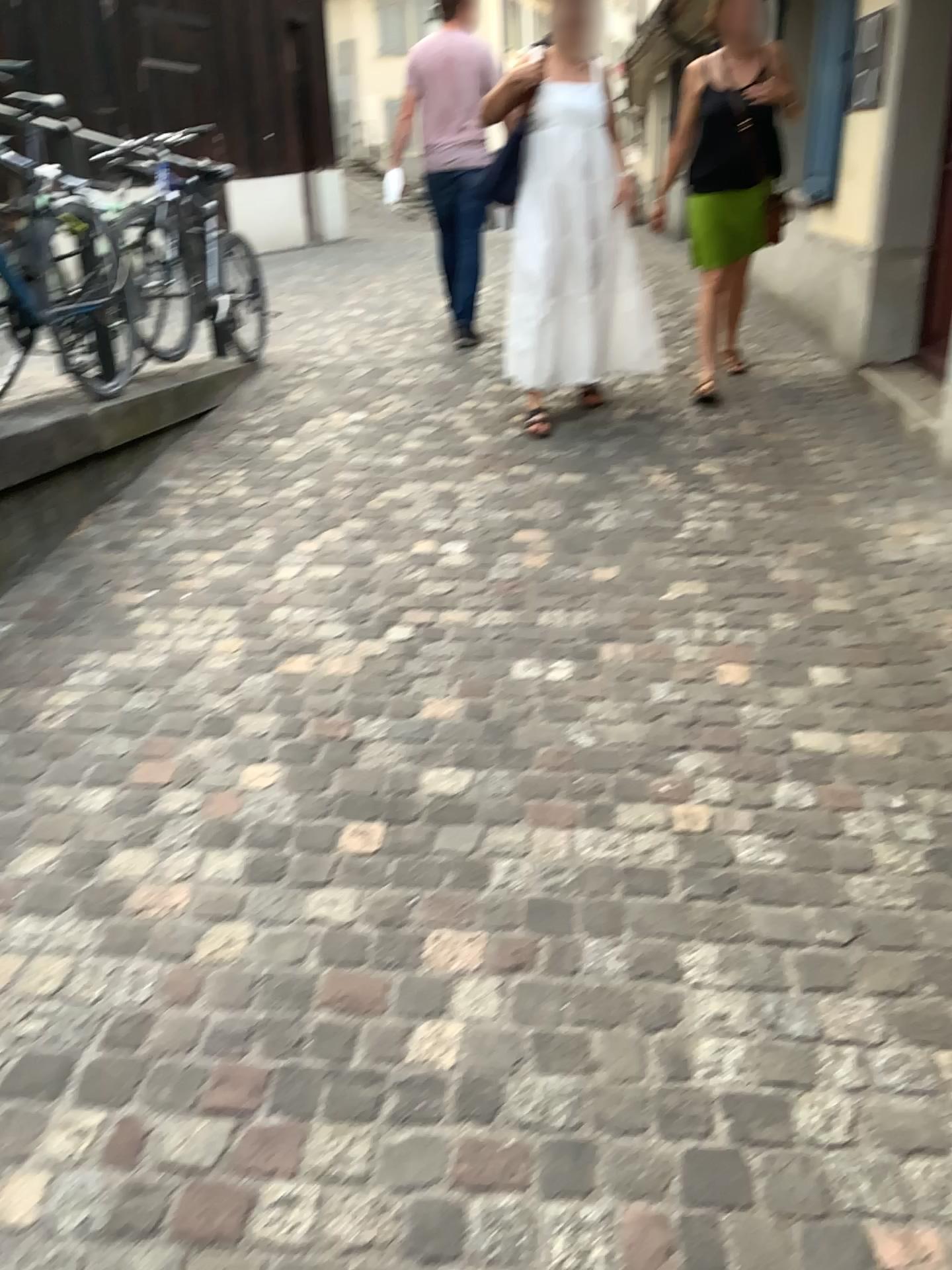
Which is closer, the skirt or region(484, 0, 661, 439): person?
region(484, 0, 661, 439): person

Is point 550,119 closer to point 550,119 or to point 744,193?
point 550,119

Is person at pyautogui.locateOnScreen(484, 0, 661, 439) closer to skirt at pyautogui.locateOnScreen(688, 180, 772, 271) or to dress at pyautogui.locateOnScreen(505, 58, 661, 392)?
dress at pyautogui.locateOnScreen(505, 58, 661, 392)

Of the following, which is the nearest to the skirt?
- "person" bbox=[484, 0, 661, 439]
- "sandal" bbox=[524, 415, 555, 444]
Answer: "person" bbox=[484, 0, 661, 439]

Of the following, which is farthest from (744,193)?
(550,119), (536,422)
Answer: (536,422)

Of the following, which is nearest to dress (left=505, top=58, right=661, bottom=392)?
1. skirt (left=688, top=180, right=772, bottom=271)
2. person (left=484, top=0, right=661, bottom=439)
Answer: person (left=484, top=0, right=661, bottom=439)

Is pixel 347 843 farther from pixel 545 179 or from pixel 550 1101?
pixel 545 179

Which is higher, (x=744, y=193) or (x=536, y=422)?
(x=744, y=193)

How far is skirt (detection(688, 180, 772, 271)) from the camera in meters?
4.7

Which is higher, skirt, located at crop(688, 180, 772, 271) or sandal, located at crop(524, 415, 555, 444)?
skirt, located at crop(688, 180, 772, 271)
